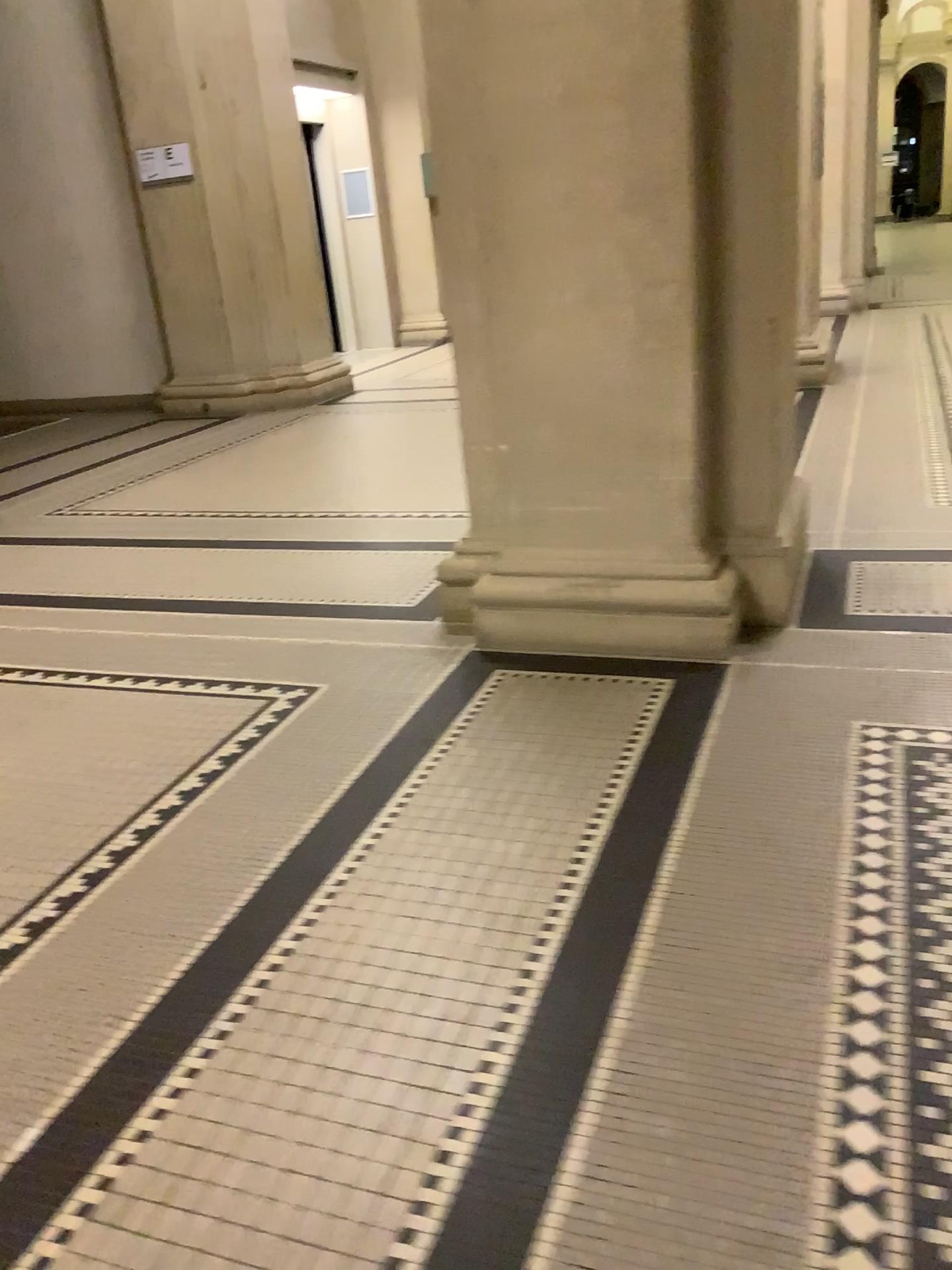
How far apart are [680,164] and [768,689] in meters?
1.3 m
